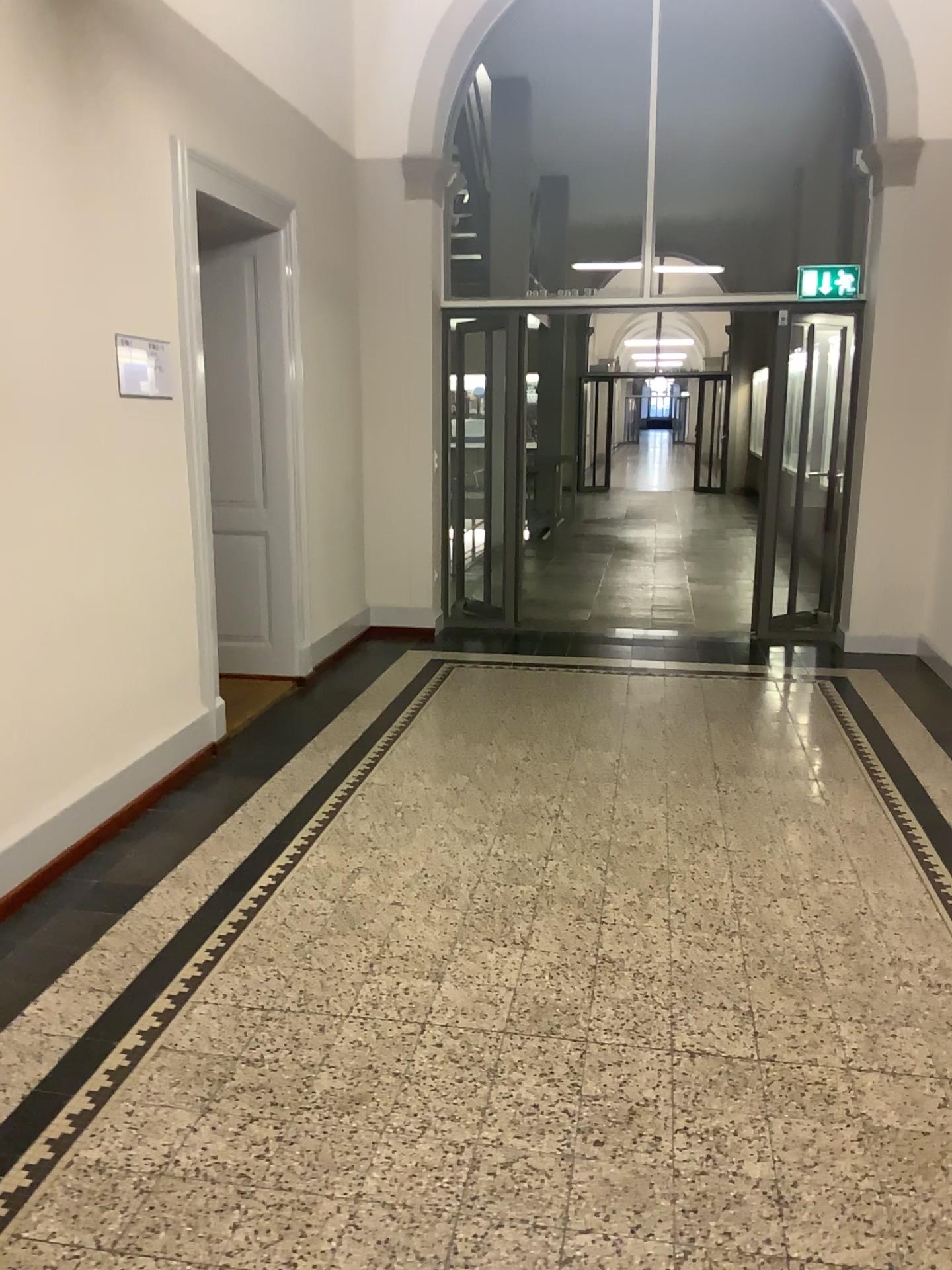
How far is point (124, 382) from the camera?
3.8m

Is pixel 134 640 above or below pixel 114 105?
below

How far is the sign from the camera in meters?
3.8 m
